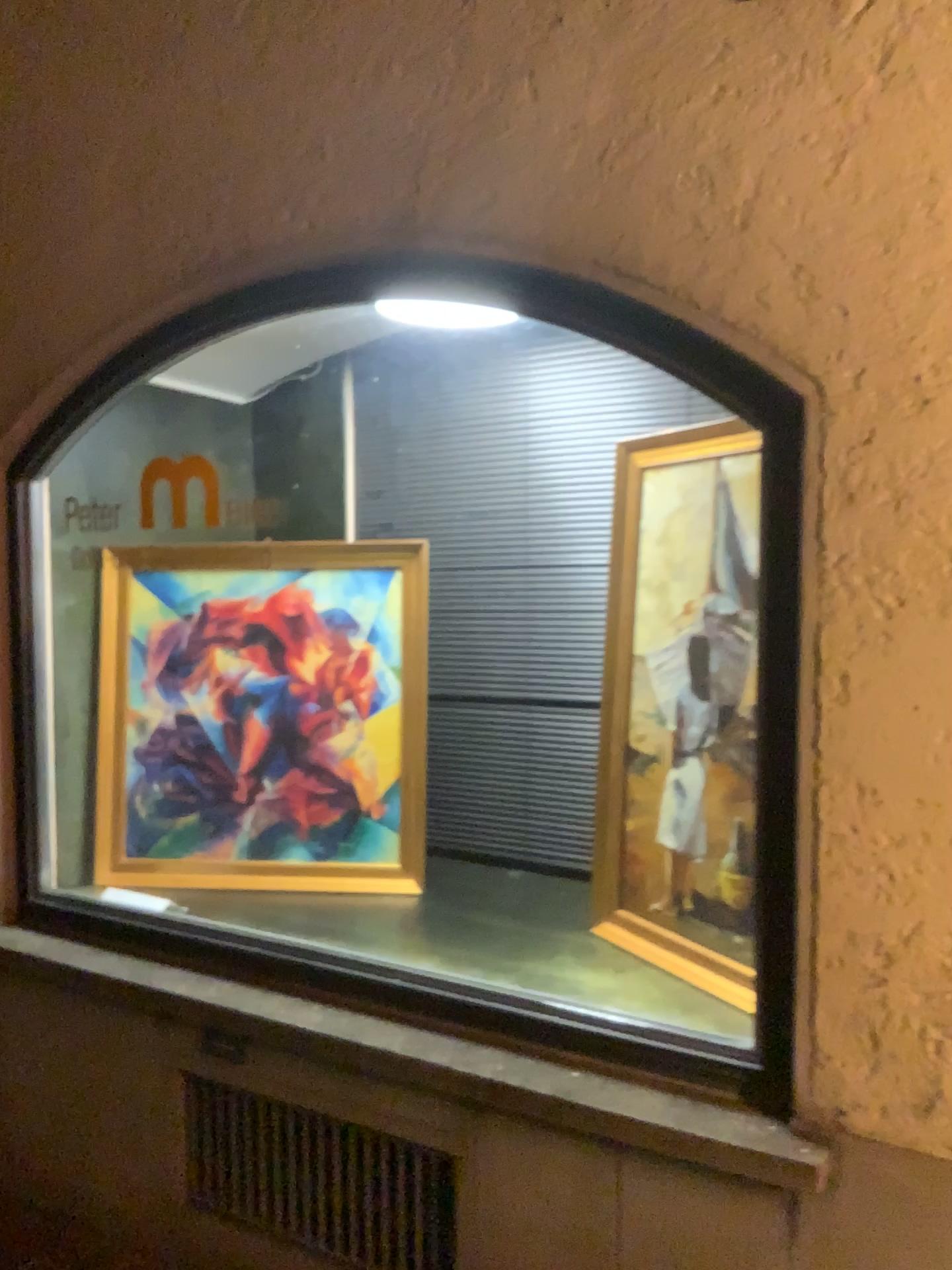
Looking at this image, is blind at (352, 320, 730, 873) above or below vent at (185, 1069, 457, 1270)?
above

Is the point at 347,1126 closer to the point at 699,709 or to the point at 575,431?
the point at 699,709

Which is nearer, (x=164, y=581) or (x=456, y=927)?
(x=456, y=927)

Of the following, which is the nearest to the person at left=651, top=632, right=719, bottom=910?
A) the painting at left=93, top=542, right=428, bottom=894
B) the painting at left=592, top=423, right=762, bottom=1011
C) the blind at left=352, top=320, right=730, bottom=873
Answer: the painting at left=592, top=423, right=762, bottom=1011

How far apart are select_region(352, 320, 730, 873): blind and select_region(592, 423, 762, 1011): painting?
0.3 meters

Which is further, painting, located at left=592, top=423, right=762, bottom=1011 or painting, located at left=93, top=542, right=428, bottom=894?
painting, located at left=93, top=542, right=428, bottom=894

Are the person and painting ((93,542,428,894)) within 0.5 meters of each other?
no

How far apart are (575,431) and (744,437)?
0.8 meters

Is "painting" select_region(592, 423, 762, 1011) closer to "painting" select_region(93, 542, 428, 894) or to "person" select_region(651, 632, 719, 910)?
"person" select_region(651, 632, 719, 910)

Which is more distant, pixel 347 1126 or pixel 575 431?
pixel 575 431
